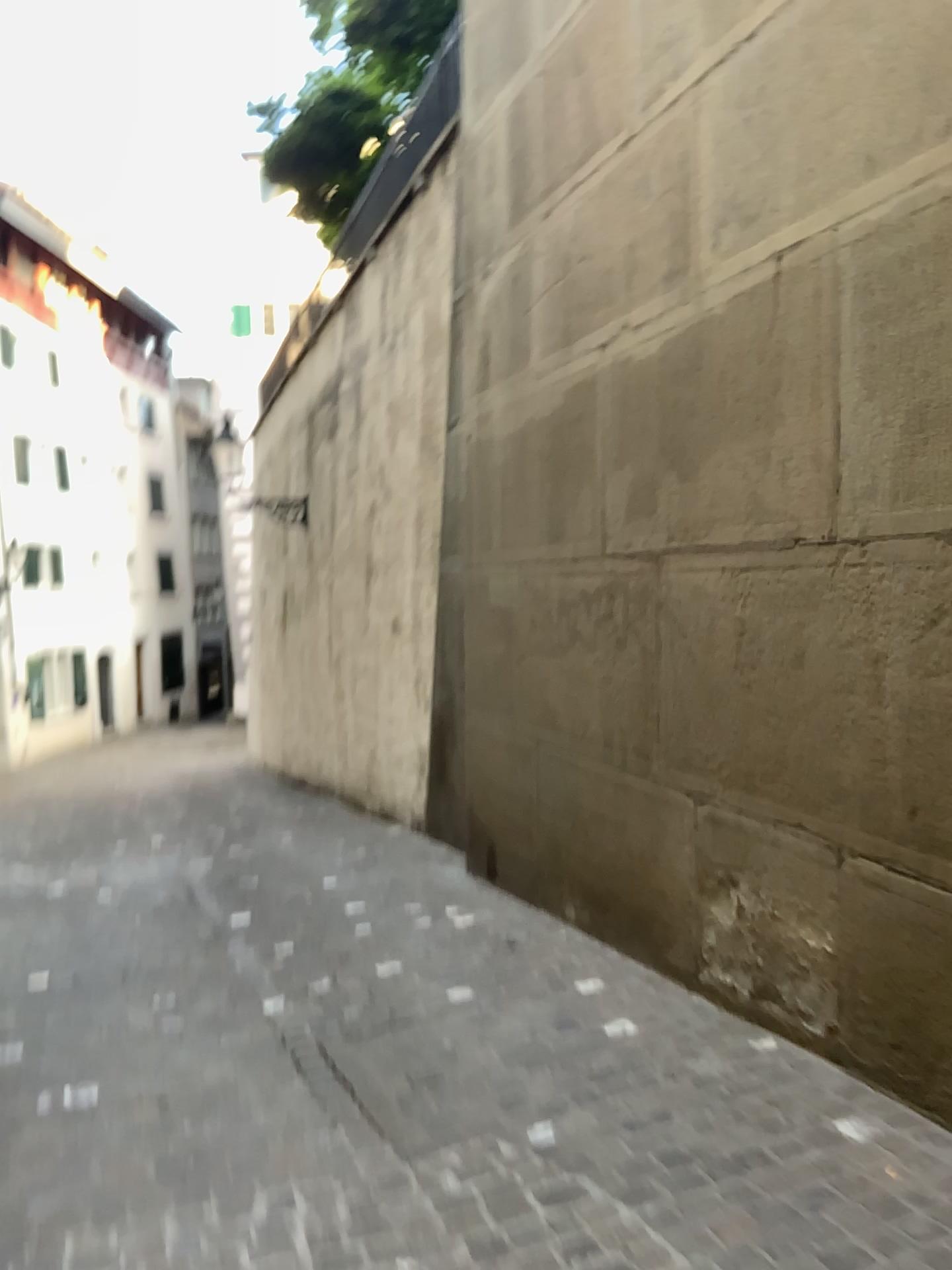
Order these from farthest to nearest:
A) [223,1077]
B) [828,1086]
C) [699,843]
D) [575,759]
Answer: [575,759] → [699,843] → [223,1077] → [828,1086]
